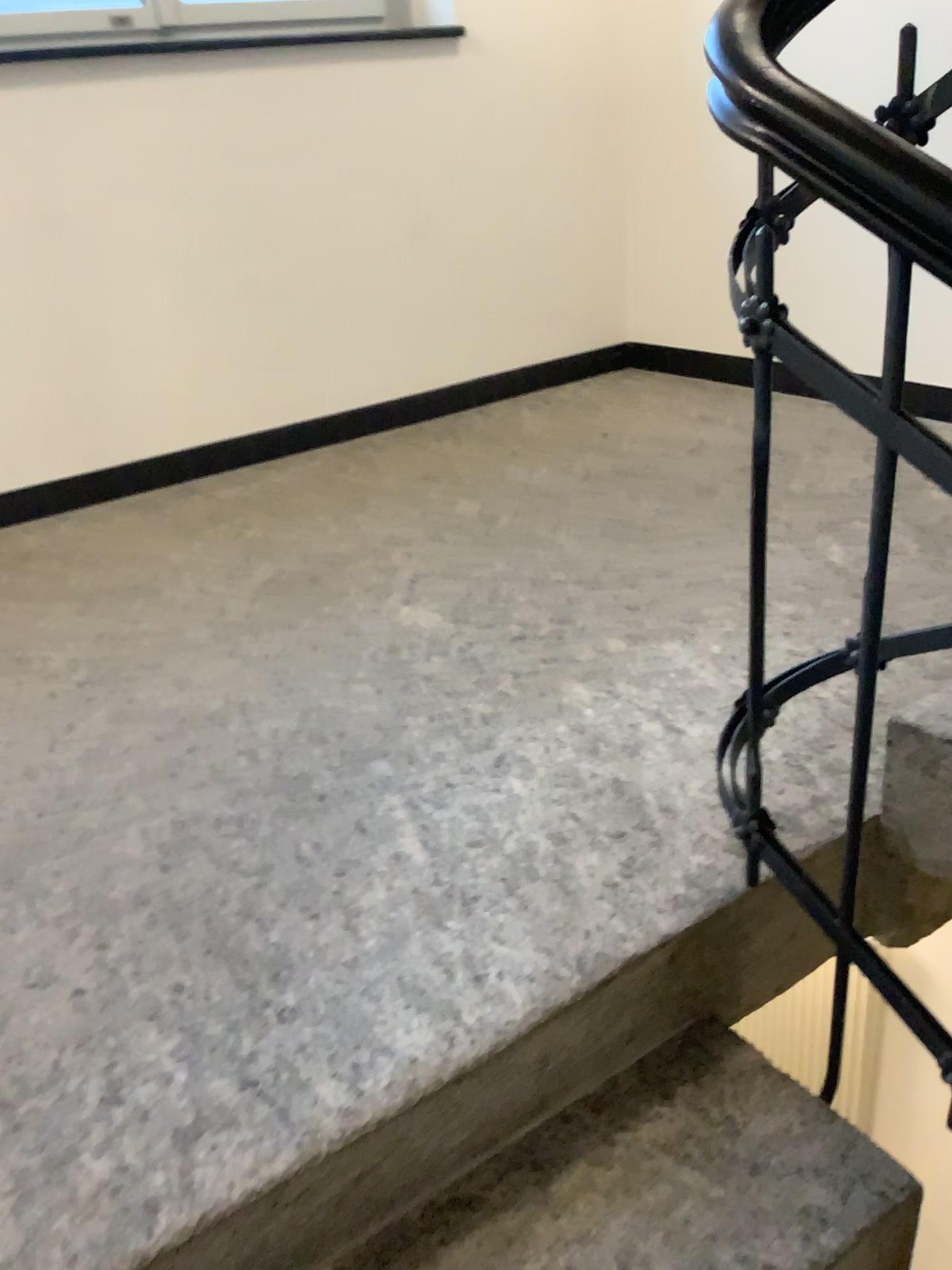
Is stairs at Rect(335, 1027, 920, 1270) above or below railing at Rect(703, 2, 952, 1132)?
below

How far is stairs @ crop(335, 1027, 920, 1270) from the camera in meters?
1.0

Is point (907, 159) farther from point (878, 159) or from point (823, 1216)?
point (823, 1216)

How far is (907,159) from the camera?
0.8m

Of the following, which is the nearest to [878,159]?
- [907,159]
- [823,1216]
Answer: [907,159]

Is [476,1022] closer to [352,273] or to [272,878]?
[272,878]

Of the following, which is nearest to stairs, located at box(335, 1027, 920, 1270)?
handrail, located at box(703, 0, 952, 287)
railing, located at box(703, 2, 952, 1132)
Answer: railing, located at box(703, 2, 952, 1132)

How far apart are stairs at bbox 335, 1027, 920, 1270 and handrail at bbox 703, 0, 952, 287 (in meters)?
0.88

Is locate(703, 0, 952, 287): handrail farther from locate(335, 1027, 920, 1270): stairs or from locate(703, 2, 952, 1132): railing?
locate(335, 1027, 920, 1270): stairs
